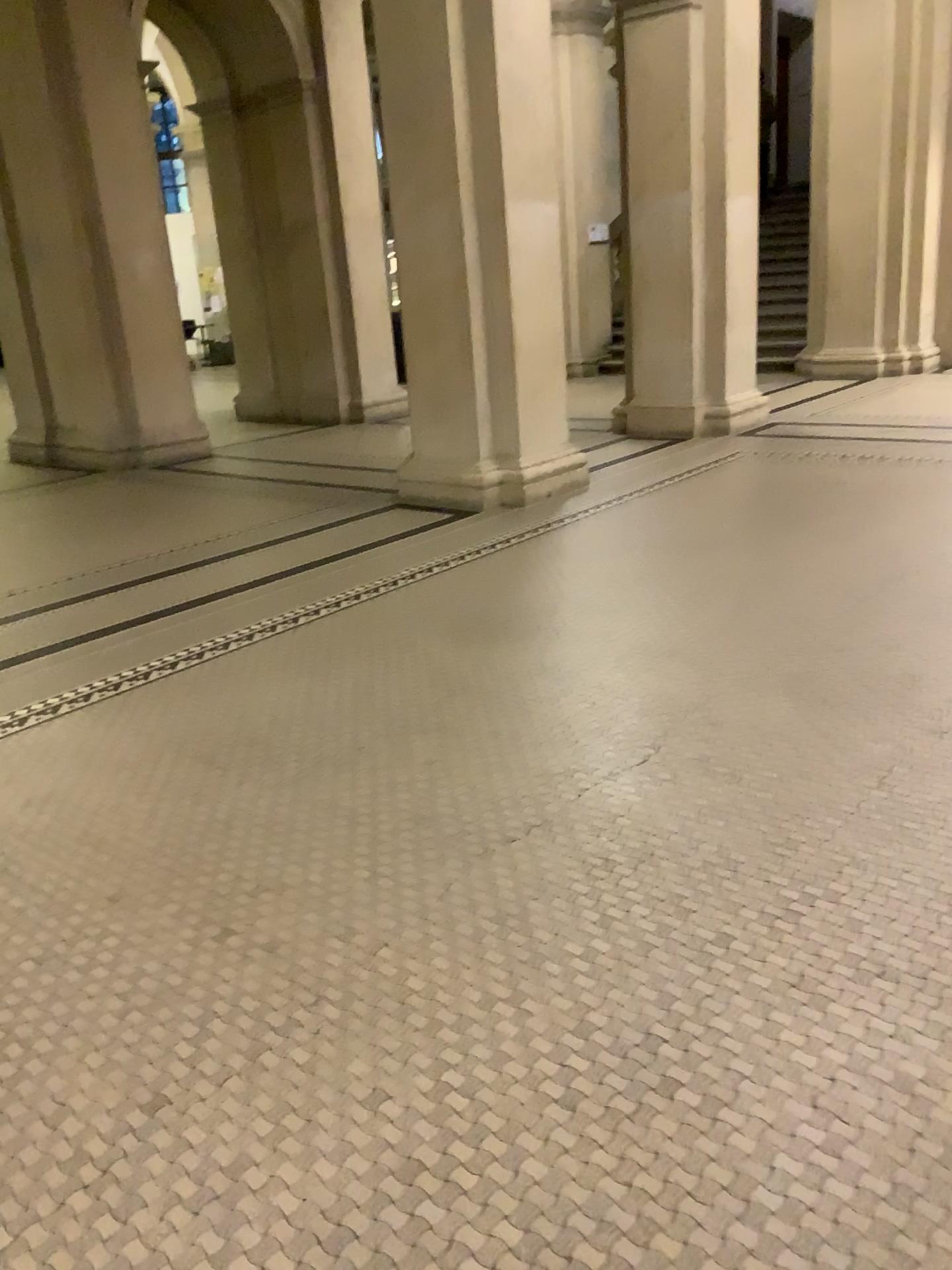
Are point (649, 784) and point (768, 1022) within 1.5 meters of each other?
yes
